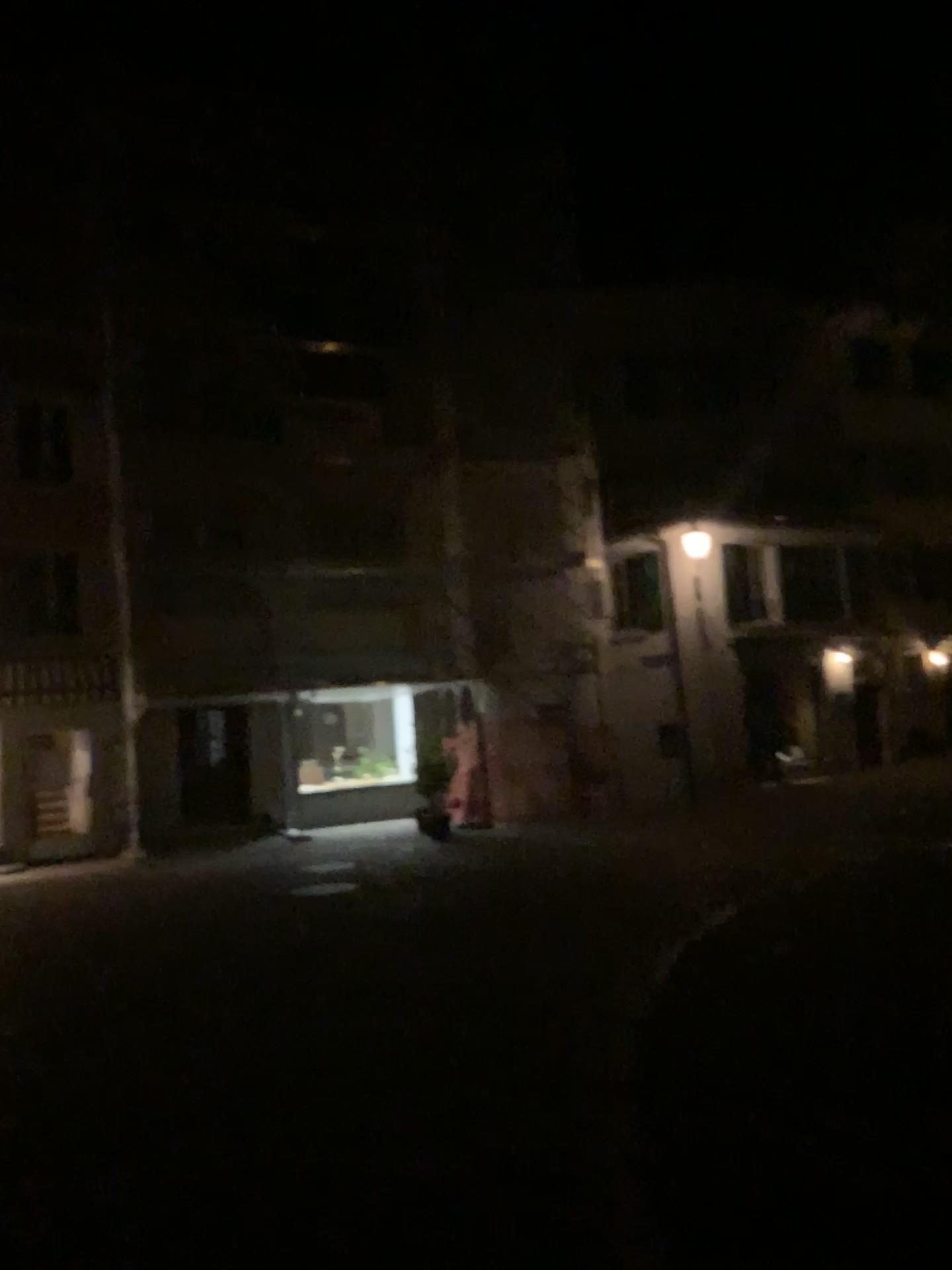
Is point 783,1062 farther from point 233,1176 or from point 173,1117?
point 173,1117
